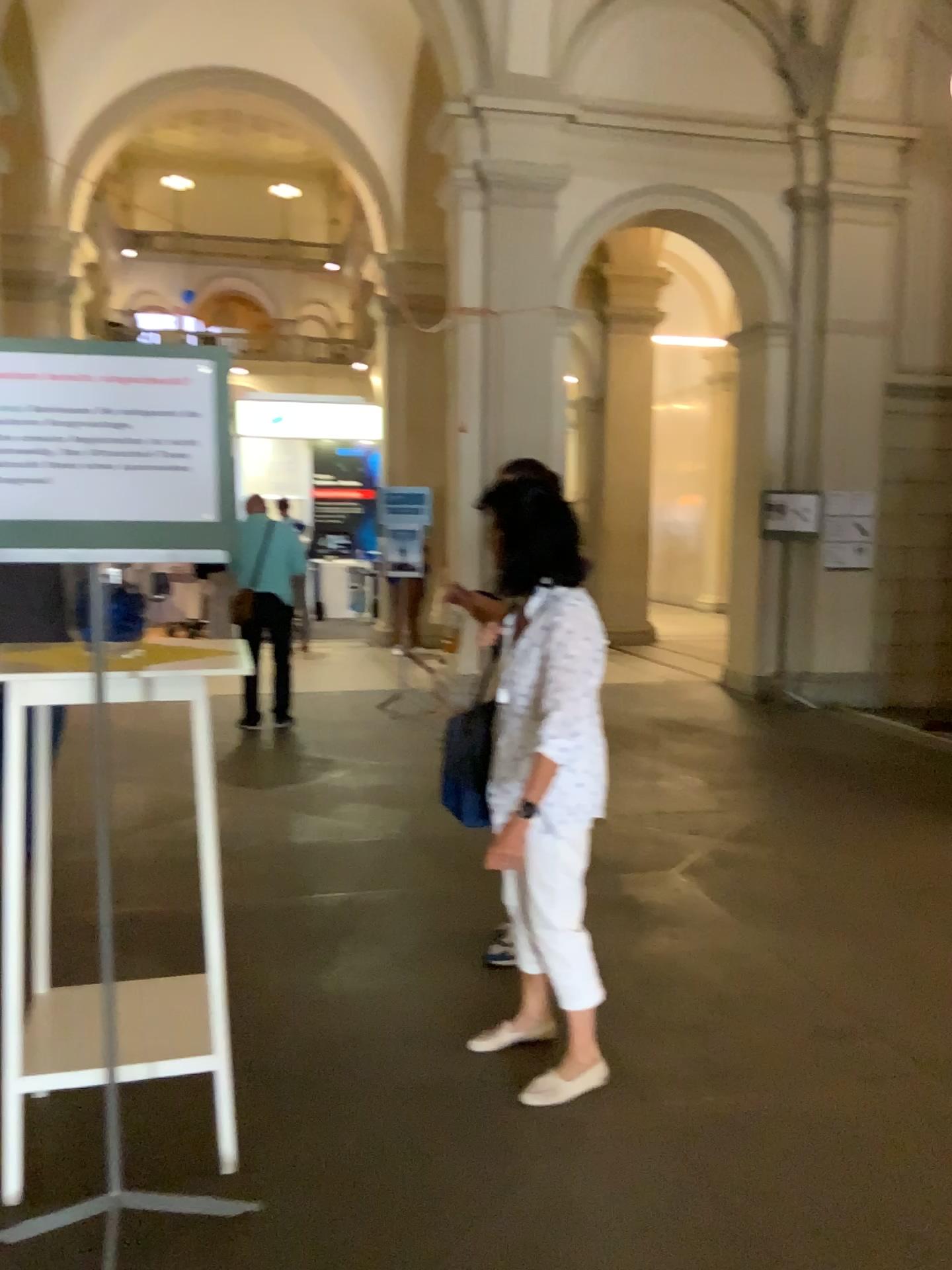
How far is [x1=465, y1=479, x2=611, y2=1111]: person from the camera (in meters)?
2.53

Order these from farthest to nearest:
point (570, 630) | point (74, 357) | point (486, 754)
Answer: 1. point (486, 754)
2. point (570, 630)
3. point (74, 357)

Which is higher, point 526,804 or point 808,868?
point 526,804

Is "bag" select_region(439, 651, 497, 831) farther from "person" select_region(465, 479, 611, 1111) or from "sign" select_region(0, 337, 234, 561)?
"sign" select_region(0, 337, 234, 561)

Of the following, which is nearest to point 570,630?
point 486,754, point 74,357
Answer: point 486,754

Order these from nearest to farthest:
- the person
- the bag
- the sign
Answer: the sign < the person < the bag

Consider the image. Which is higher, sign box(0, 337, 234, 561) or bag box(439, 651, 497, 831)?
sign box(0, 337, 234, 561)

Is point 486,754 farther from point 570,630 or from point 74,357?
point 74,357

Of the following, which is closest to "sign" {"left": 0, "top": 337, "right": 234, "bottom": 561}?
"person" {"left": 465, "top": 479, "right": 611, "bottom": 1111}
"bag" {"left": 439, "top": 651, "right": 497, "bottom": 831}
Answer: "person" {"left": 465, "top": 479, "right": 611, "bottom": 1111}

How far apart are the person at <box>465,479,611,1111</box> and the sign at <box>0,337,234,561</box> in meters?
0.8 m
